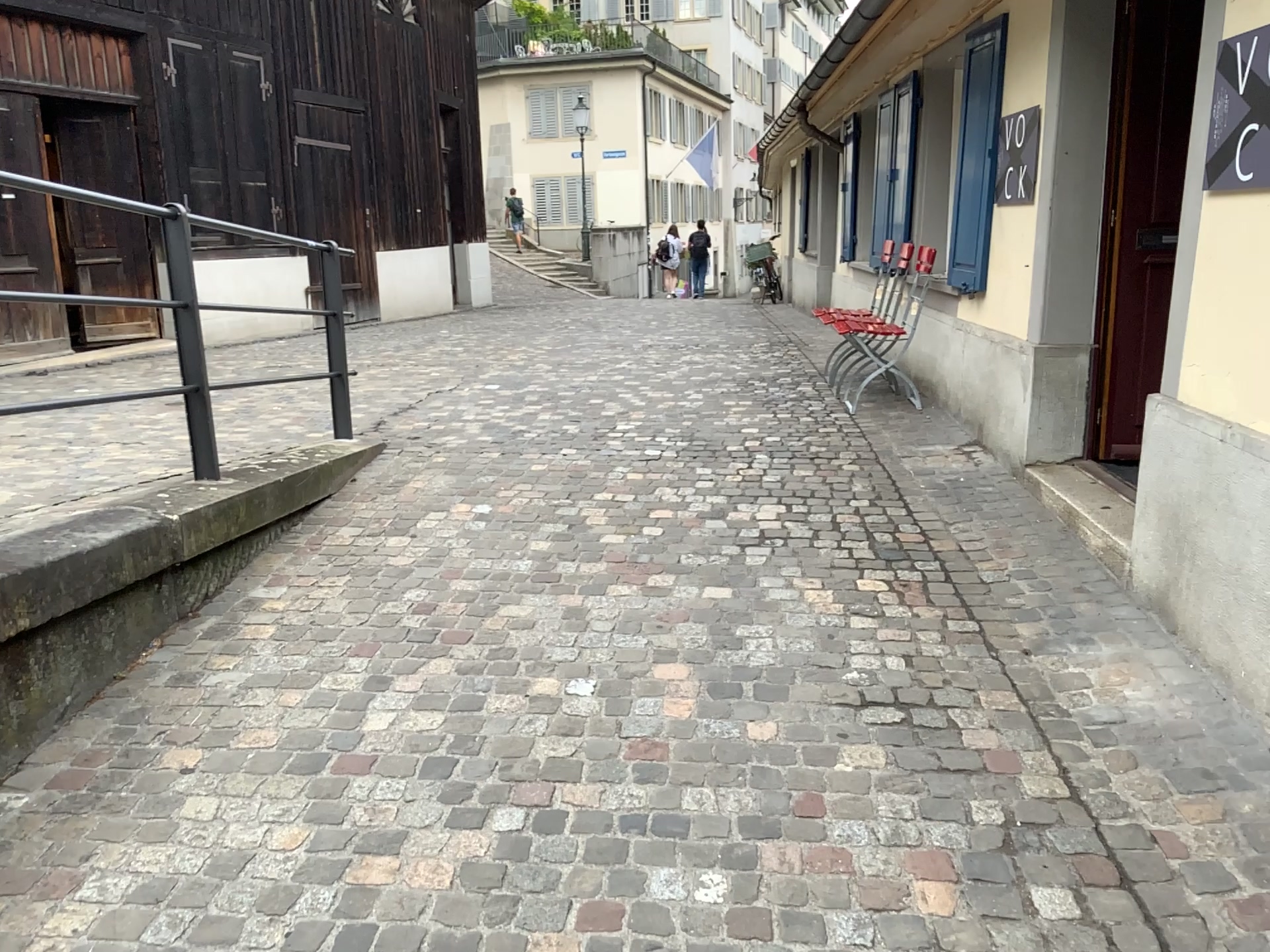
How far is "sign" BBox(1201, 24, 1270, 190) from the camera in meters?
2.5

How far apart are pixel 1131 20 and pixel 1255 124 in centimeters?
185cm

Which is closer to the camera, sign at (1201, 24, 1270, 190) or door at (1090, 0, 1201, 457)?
sign at (1201, 24, 1270, 190)

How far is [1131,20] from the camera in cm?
408

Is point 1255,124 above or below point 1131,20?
below

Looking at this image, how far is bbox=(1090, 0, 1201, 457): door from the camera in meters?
4.1

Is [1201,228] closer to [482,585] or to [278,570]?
[482,585]

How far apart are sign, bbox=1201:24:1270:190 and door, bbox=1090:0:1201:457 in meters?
1.5 m
